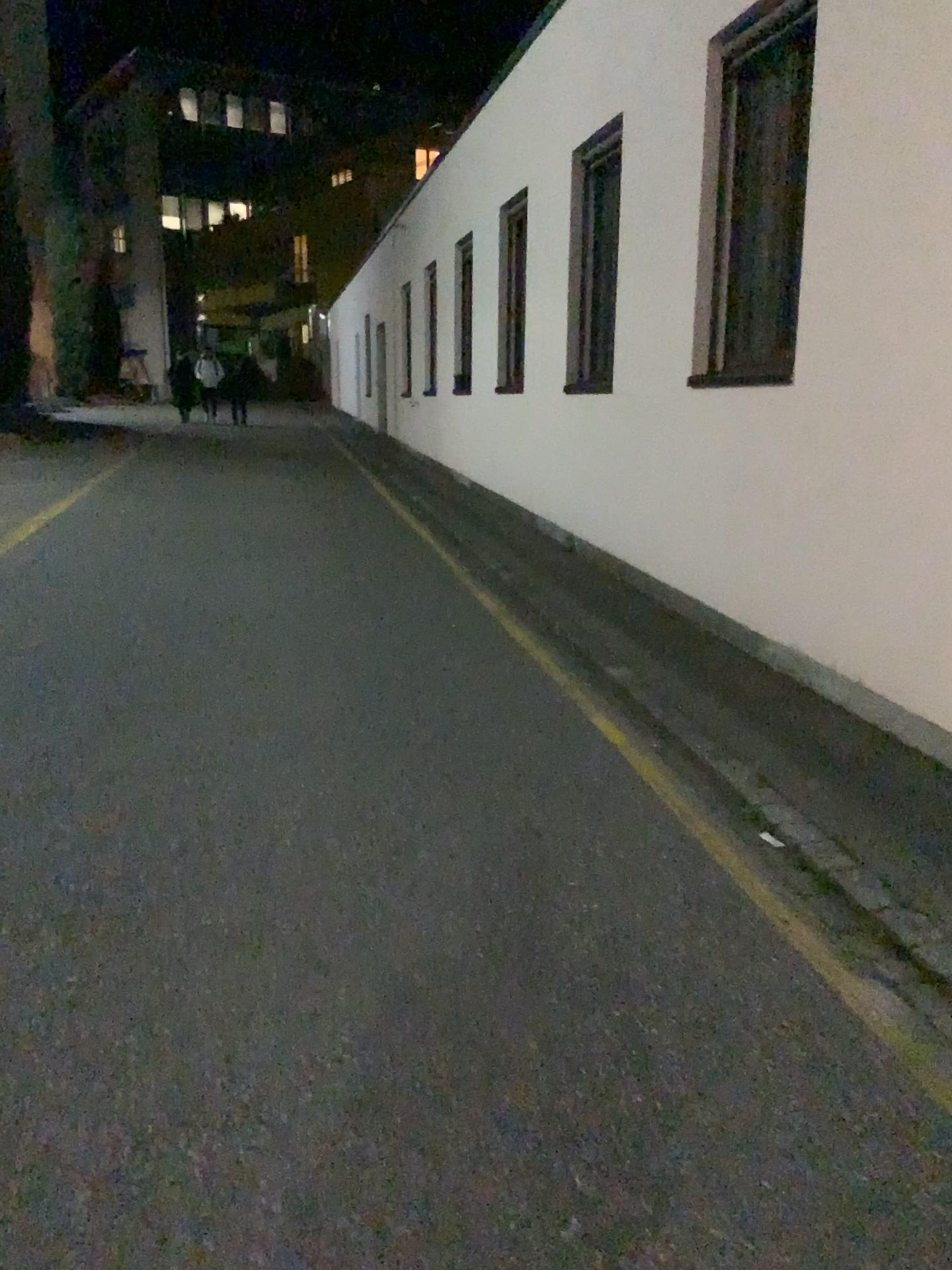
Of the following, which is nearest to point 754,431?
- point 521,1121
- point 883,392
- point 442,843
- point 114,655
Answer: point 883,392
